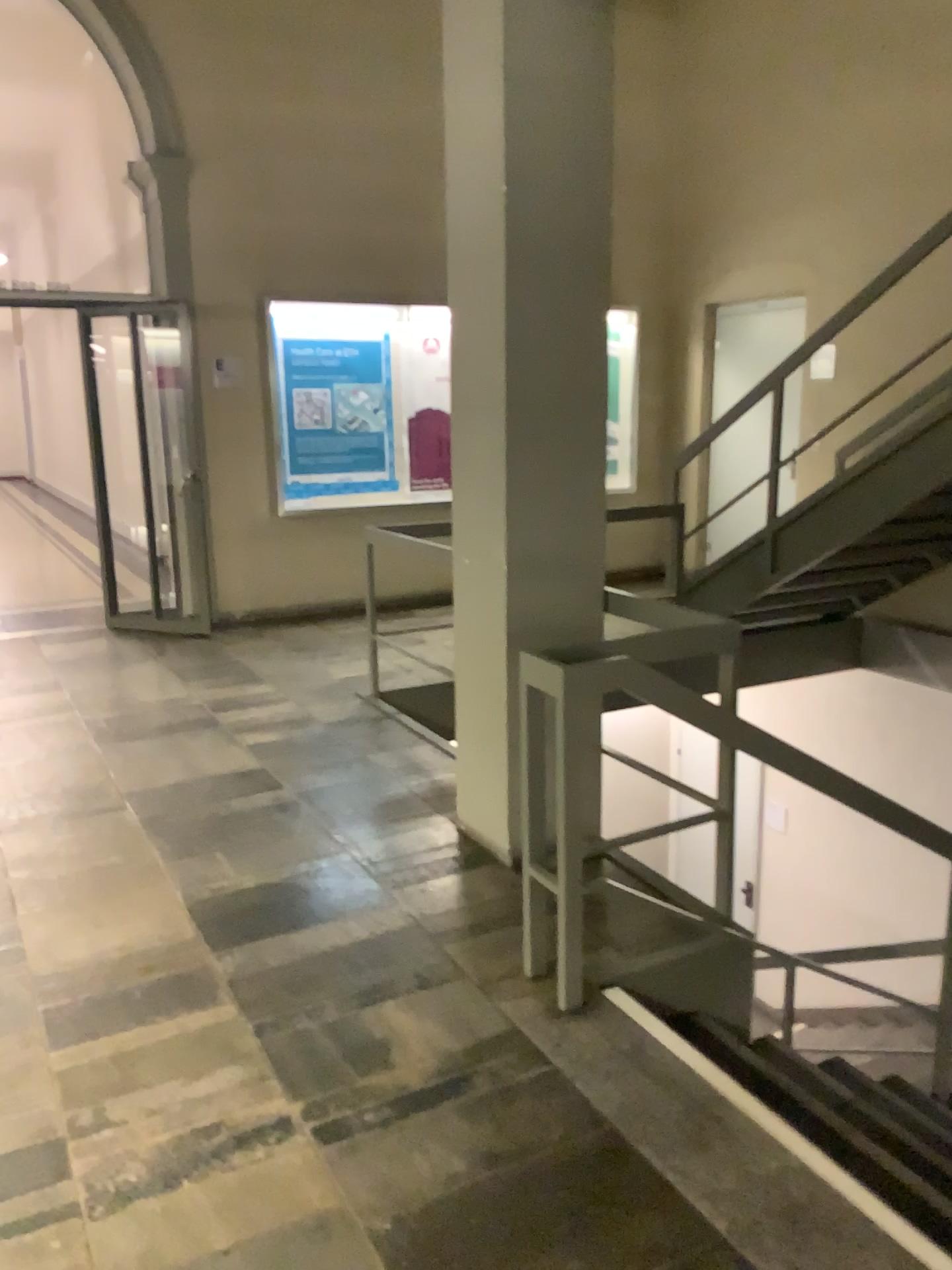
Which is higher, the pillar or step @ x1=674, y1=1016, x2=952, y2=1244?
the pillar

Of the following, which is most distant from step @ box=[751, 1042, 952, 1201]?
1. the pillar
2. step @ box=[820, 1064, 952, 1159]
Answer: the pillar

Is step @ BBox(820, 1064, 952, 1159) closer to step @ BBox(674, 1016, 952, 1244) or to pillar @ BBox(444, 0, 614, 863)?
step @ BBox(674, 1016, 952, 1244)

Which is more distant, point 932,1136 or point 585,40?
point 585,40

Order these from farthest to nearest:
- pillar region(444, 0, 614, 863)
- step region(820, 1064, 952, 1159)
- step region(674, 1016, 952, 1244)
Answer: pillar region(444, 0, 614, 863)
step region(820, 1064, 952, 1159)
step region(674, 1016, 952, 1244)

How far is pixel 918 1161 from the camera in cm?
244

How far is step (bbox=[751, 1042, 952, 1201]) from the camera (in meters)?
2.44

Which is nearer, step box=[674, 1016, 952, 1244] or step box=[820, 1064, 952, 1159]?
step box=[674, 1016, 952, 1244]

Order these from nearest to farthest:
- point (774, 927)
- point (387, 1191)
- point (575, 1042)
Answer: point (387, 1191)
point (575, 1042)
point (774, 927)

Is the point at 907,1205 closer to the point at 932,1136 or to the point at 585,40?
the point at 932,1136
